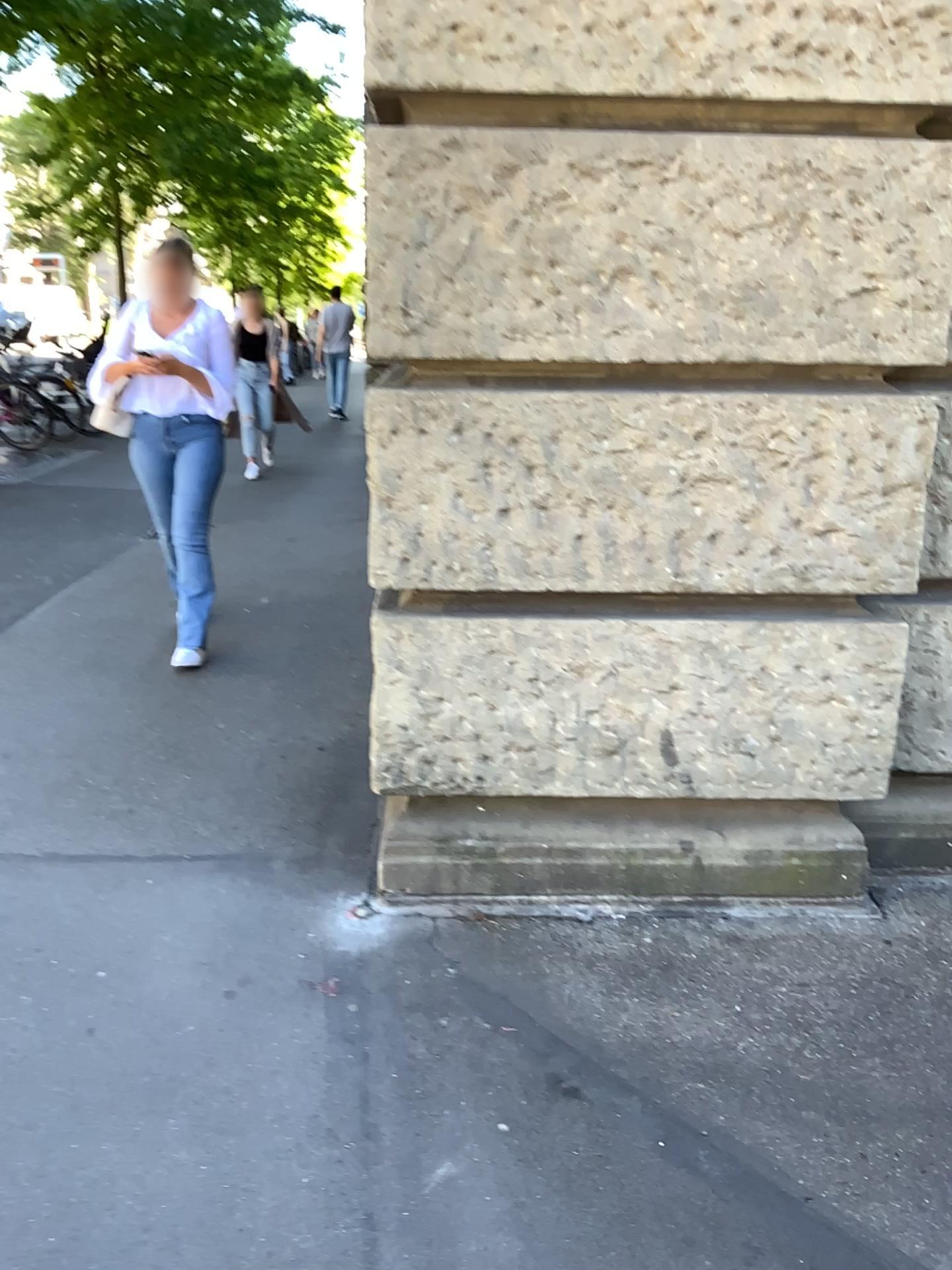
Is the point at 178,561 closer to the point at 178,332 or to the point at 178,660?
the point at 178,660

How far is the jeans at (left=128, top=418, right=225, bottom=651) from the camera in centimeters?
432cm

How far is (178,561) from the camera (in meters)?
4.32

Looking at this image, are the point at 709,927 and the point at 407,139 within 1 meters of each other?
no

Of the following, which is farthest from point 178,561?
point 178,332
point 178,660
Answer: point 178,332
